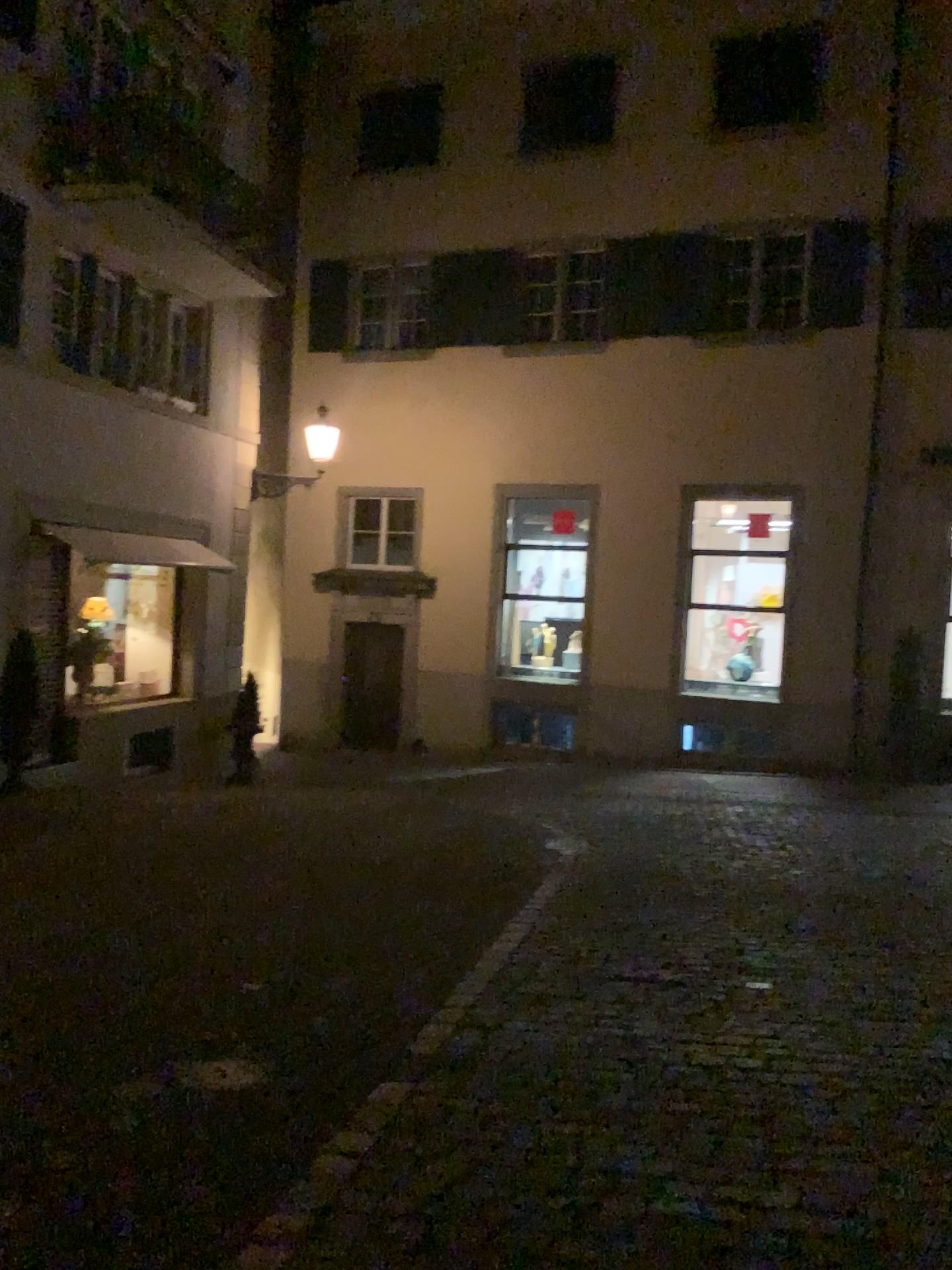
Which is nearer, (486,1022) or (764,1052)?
(764,1052)
